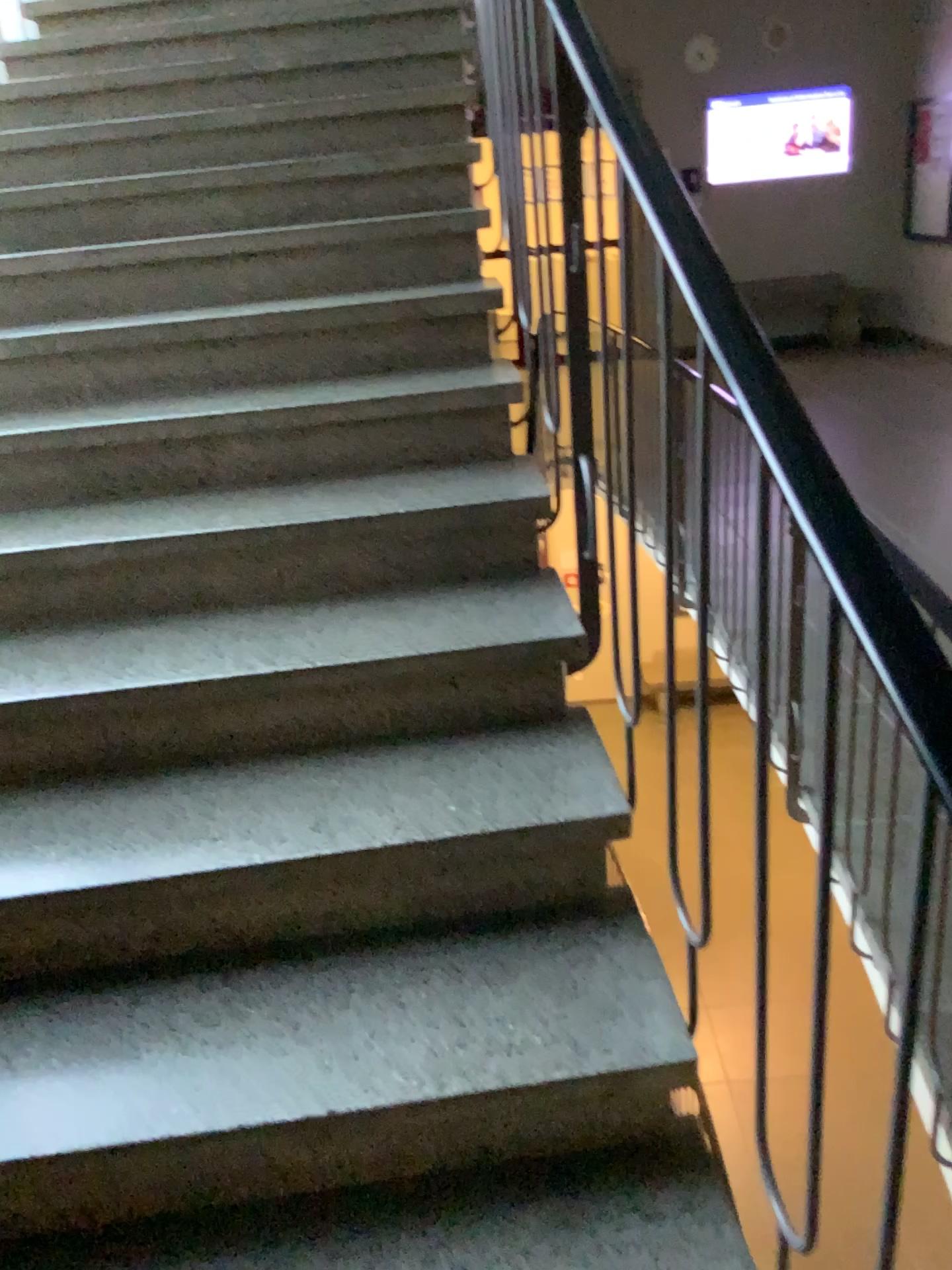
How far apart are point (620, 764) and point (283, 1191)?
0.7m
